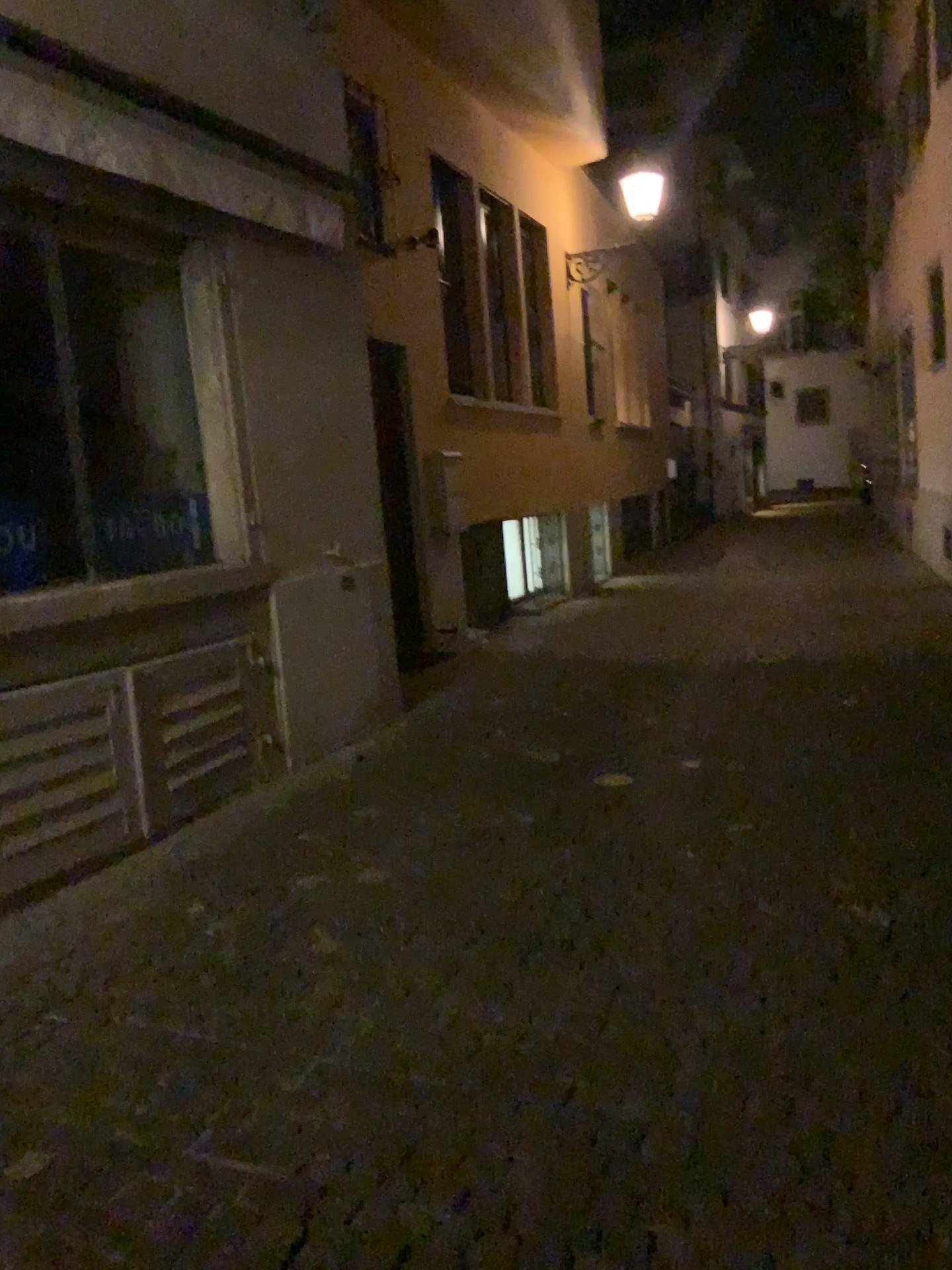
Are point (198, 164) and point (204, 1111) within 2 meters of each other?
no
